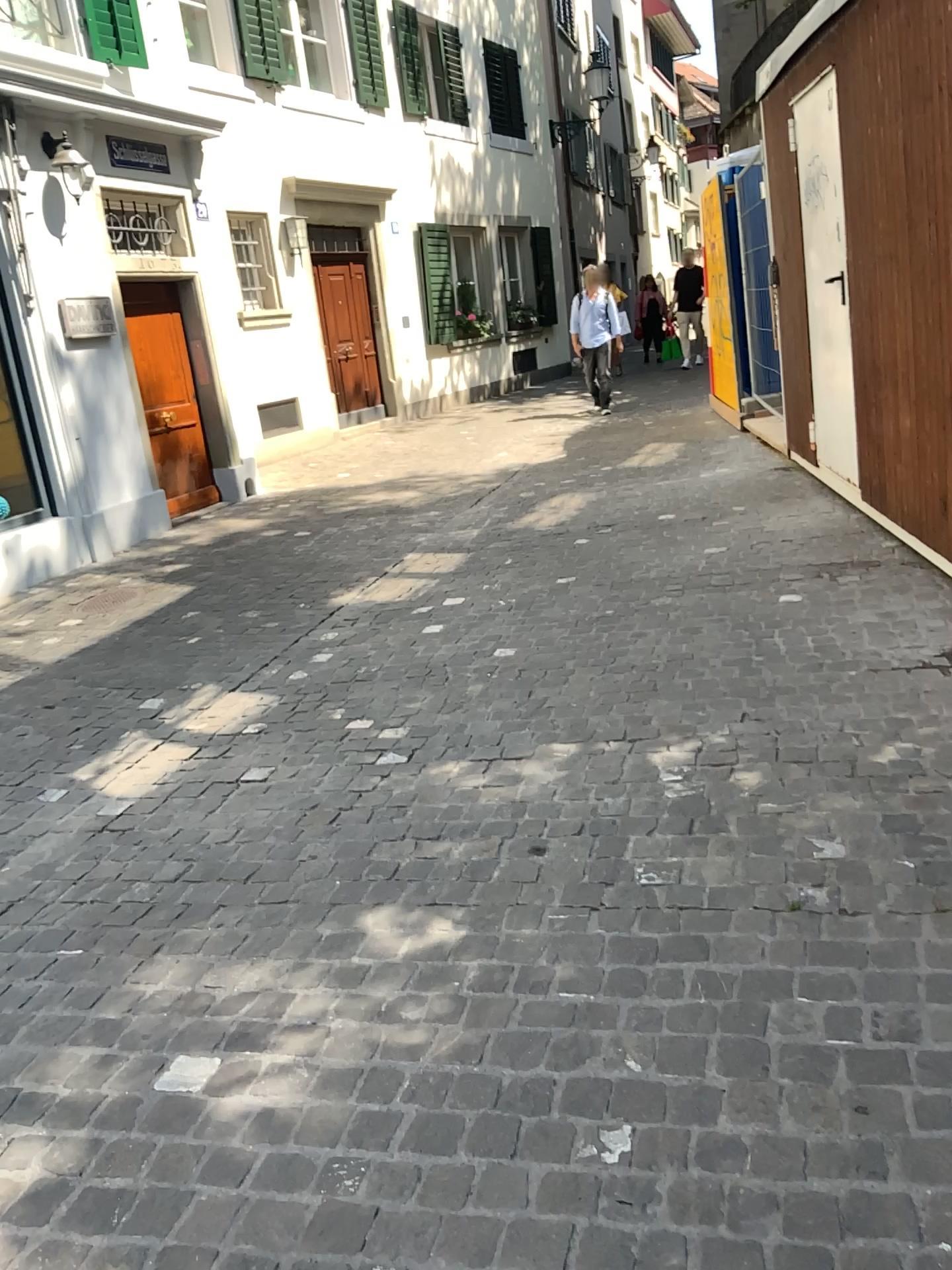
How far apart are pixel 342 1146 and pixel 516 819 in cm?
121
